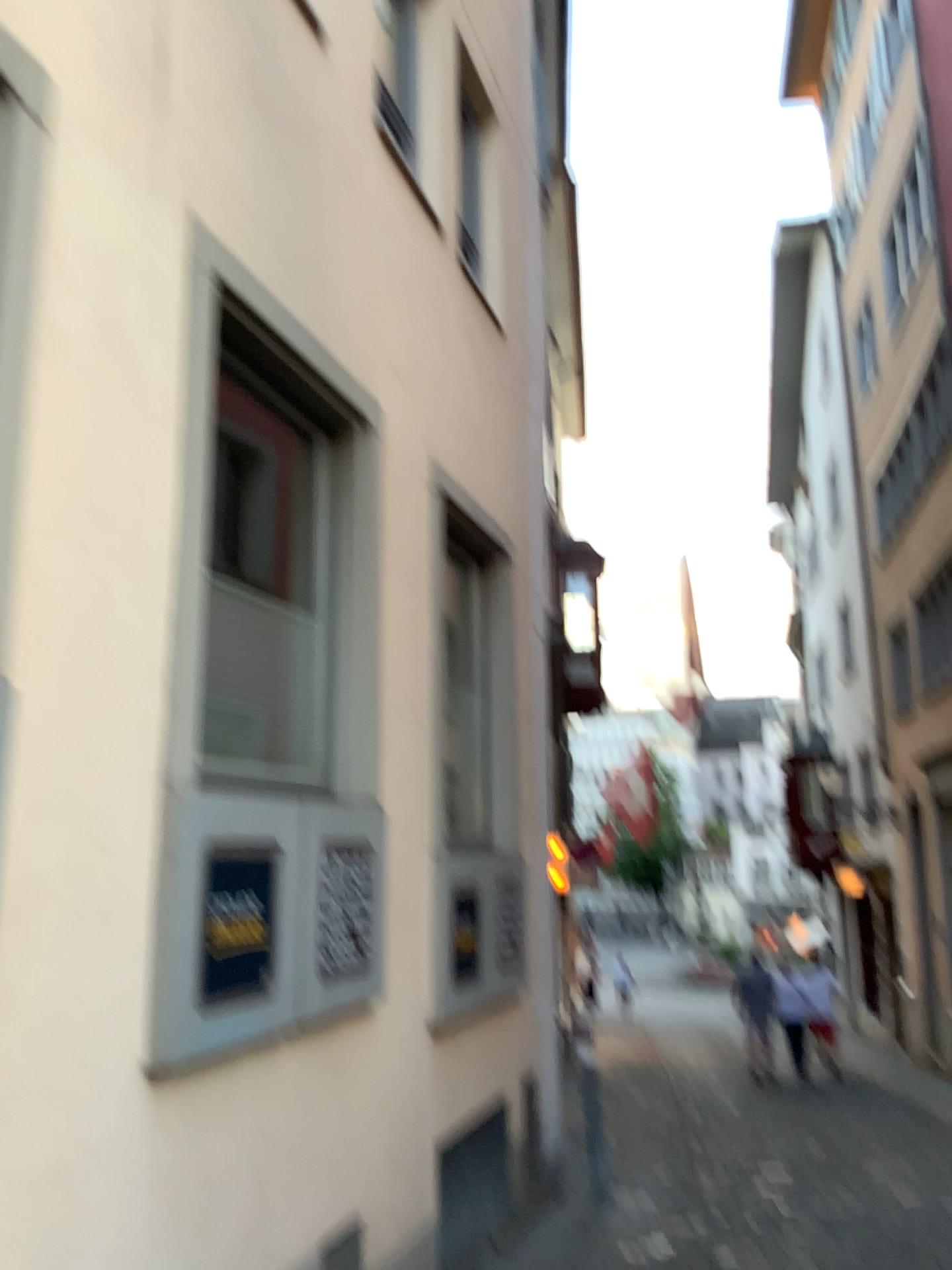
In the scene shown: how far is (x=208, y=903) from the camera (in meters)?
2.91

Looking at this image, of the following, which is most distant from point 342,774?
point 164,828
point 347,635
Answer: point 164,828

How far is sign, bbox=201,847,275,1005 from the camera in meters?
2.9 m
